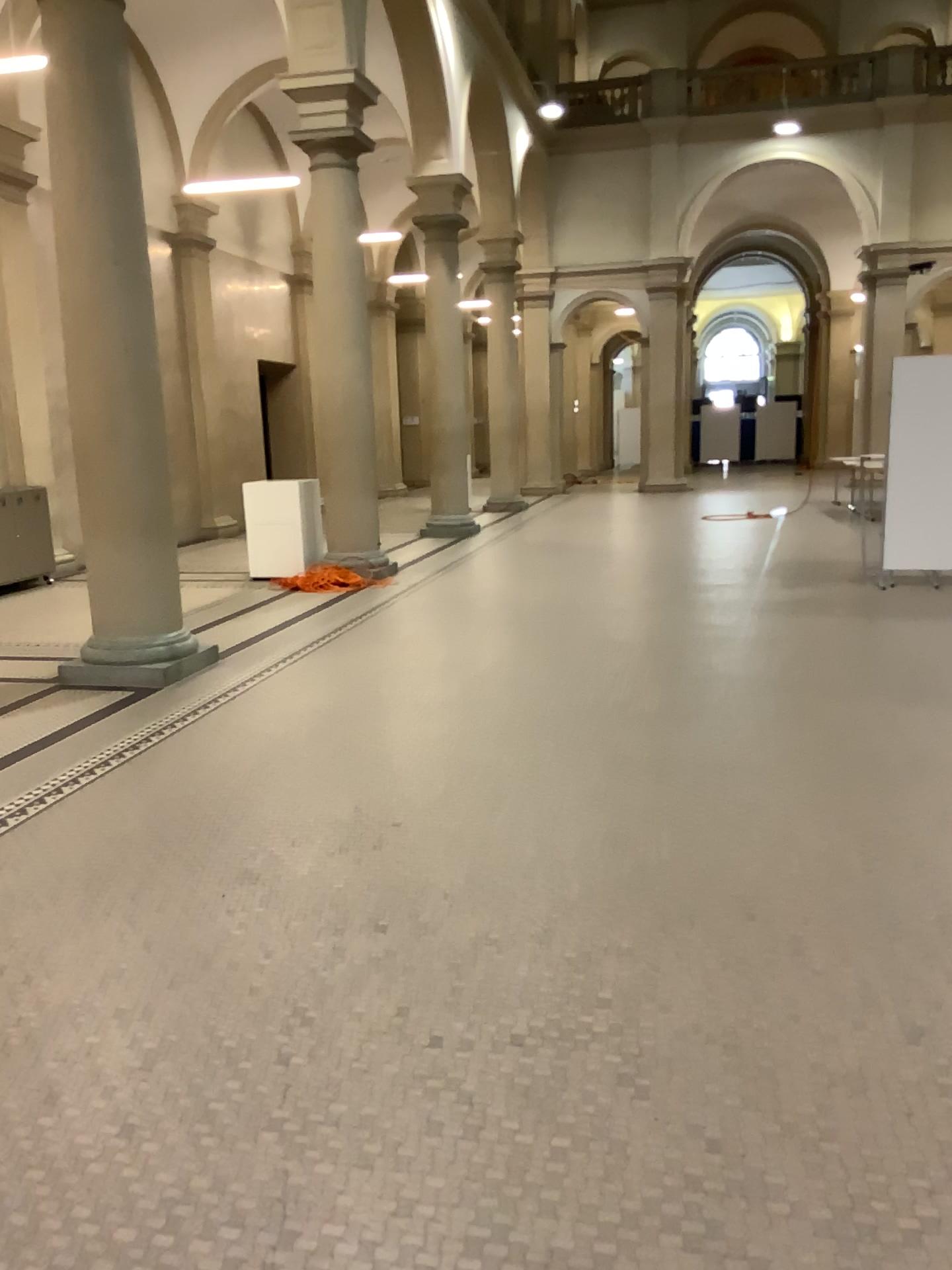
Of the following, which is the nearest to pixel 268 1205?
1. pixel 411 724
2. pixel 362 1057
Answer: pixel 362 1057
